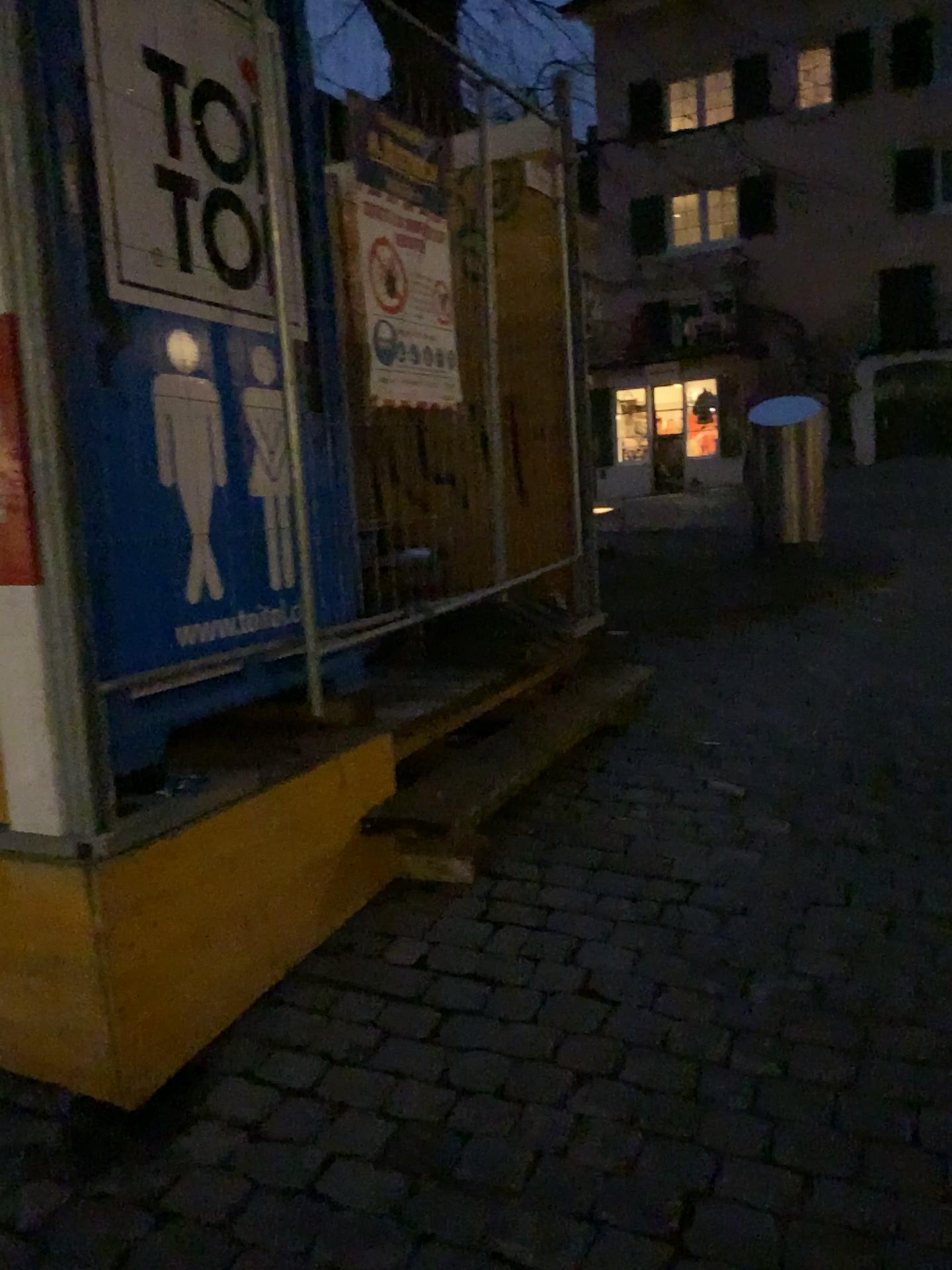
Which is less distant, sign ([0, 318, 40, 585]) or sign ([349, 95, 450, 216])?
sign ([0, 318, 40, 585])

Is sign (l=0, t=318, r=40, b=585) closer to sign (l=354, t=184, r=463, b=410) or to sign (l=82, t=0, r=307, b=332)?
sign (l=82, t=0, r=307, b=332)

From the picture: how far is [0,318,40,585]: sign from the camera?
2.0m

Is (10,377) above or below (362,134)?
below

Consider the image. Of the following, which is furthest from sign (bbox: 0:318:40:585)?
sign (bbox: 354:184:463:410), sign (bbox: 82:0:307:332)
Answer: sign (bbox: 354:184:463:410)

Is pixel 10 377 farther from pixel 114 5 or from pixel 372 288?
pixel 372 288

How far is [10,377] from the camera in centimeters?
199cm

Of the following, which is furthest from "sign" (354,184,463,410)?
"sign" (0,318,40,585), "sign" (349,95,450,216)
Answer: "sign" (0,318,40,585)

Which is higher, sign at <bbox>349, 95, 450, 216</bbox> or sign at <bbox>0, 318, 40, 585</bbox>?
sign at <bbox>349, 95, 450, 216</bbox>

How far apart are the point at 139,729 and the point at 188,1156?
0.85m
